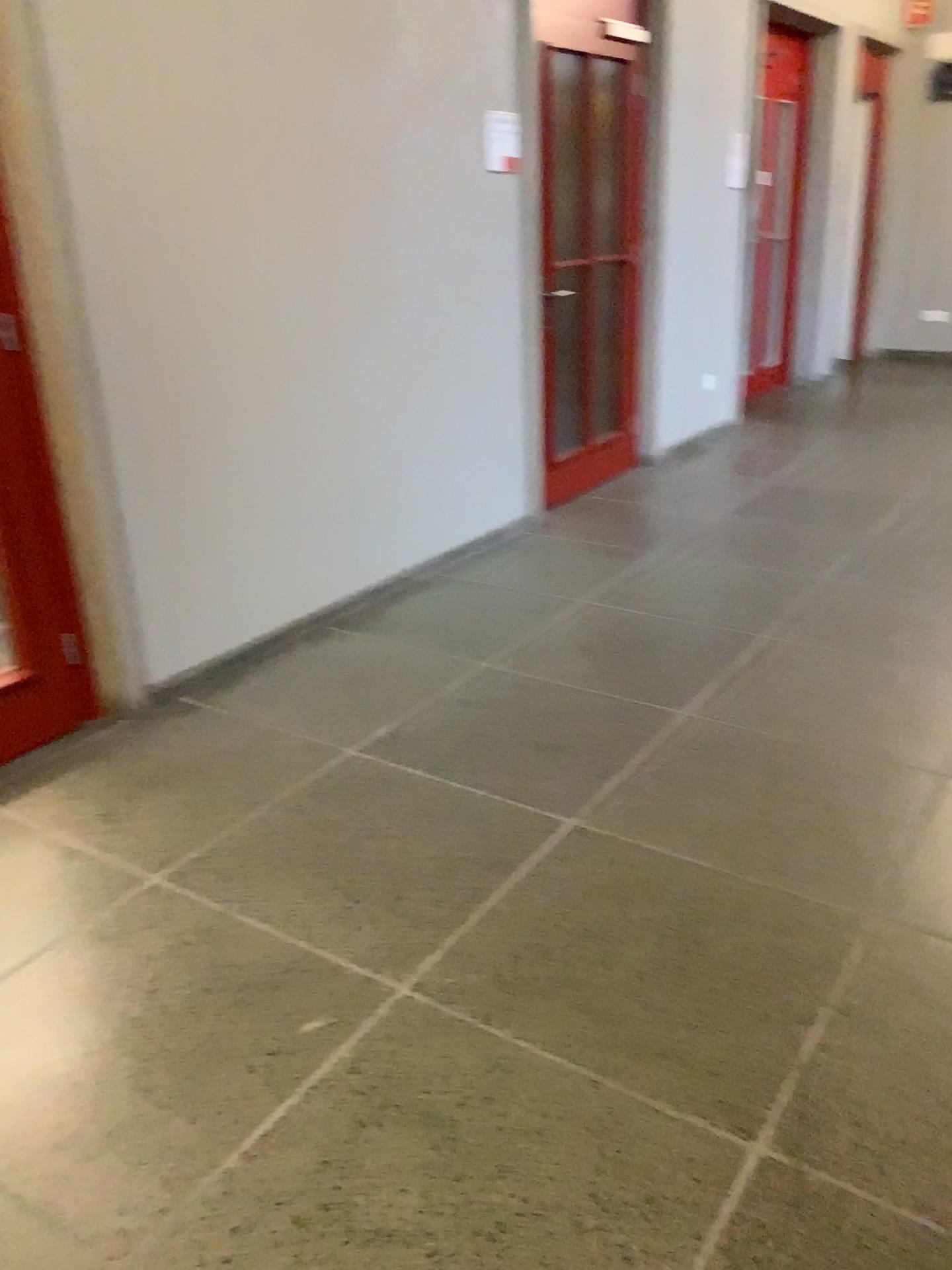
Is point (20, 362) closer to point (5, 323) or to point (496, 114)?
point (5, 323)

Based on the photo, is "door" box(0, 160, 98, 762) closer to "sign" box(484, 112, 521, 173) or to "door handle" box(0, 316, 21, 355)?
"door handle" box(0, 316, 21, 355)

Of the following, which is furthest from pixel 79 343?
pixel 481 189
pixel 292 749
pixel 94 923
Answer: pixel 481 189

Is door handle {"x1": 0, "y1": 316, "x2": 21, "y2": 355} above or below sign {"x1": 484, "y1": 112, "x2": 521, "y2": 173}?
below

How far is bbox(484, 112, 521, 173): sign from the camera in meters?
4.3 m

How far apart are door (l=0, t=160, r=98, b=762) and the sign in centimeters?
233cm

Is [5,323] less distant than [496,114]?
Yes

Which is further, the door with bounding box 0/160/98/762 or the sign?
the sign

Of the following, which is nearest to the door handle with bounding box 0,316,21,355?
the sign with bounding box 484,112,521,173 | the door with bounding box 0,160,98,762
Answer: the door with bounding box 0,160,98,762

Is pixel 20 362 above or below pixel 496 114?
below
